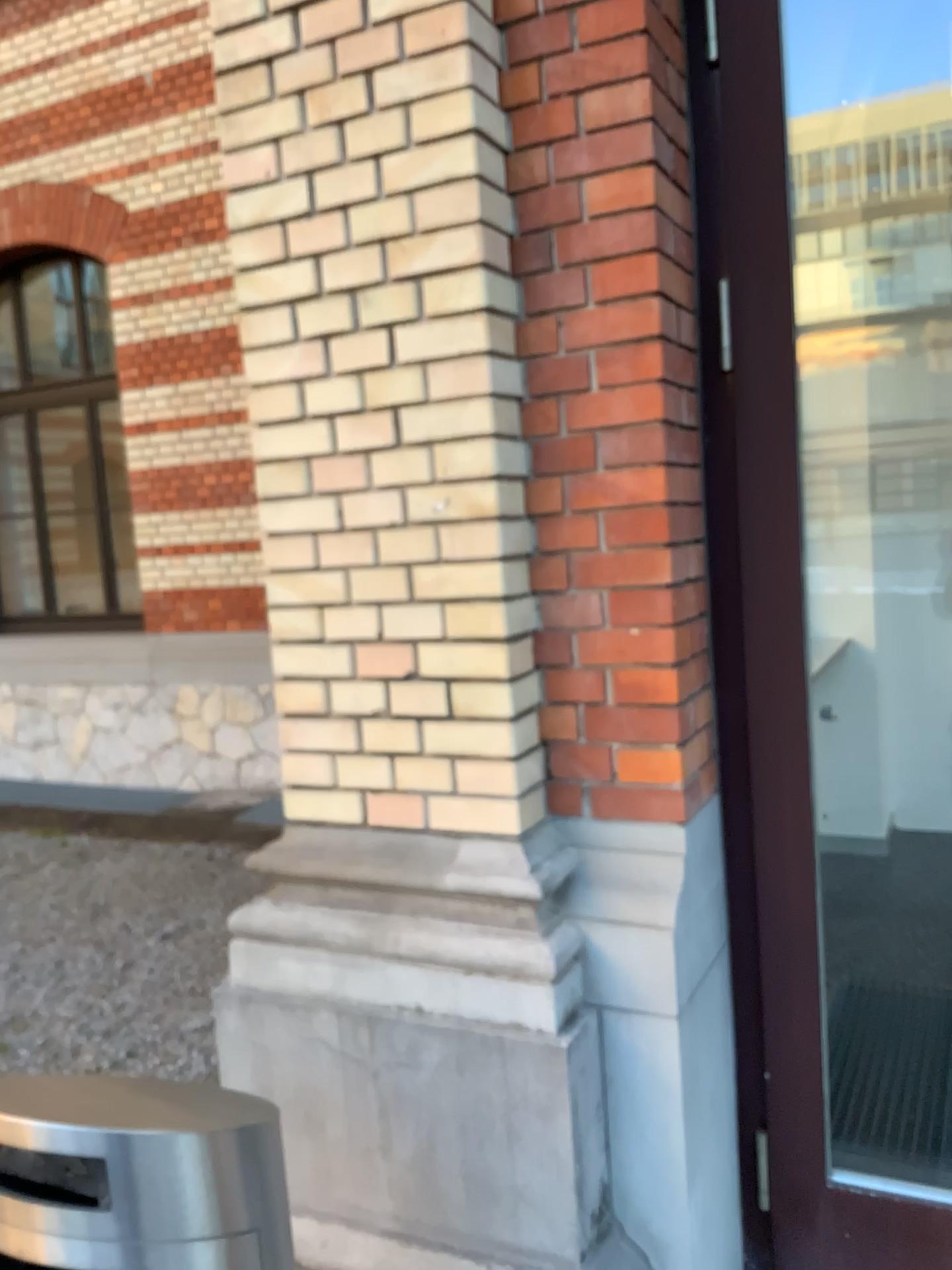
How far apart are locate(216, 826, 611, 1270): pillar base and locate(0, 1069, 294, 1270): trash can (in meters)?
0.54

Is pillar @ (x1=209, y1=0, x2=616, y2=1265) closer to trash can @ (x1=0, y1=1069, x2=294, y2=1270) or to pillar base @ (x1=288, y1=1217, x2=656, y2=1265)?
pillar base @ (x1=288, y1=1217, x2=656, y2=1265)

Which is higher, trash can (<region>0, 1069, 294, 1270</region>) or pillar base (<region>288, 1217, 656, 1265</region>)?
trash can (<region>0, 1069, 294, 1270</region>)

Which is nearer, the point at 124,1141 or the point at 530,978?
the point at 124,1141

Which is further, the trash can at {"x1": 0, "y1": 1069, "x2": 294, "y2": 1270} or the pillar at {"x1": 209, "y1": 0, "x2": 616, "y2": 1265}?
the pillar at {"x1": 209, "y1": 0, "x2": 616, "y2": 1265}

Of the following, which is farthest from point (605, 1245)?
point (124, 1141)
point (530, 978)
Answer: point (124, 1141)

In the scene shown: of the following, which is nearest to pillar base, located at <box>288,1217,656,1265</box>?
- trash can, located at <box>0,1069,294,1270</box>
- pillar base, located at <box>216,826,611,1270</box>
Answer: pillar base, located at <box>216,826,611,1270</box>

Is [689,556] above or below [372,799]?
above

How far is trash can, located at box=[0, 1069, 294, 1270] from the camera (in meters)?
1.19

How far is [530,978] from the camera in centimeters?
180cm
